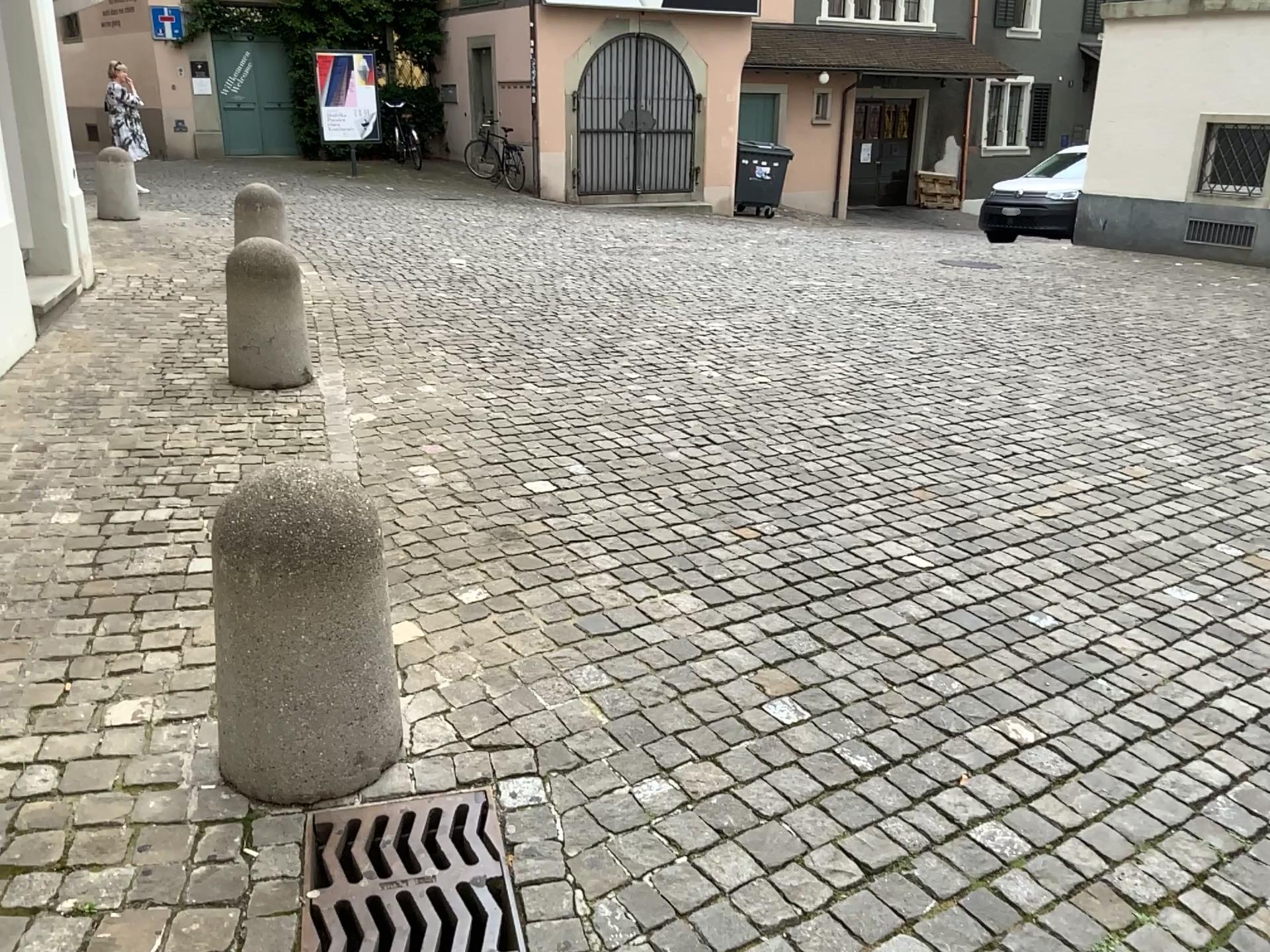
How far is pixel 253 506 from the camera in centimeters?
211cm

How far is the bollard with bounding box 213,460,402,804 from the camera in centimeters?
211cm

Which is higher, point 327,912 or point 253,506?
point 253,506

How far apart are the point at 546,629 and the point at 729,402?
2.81m
